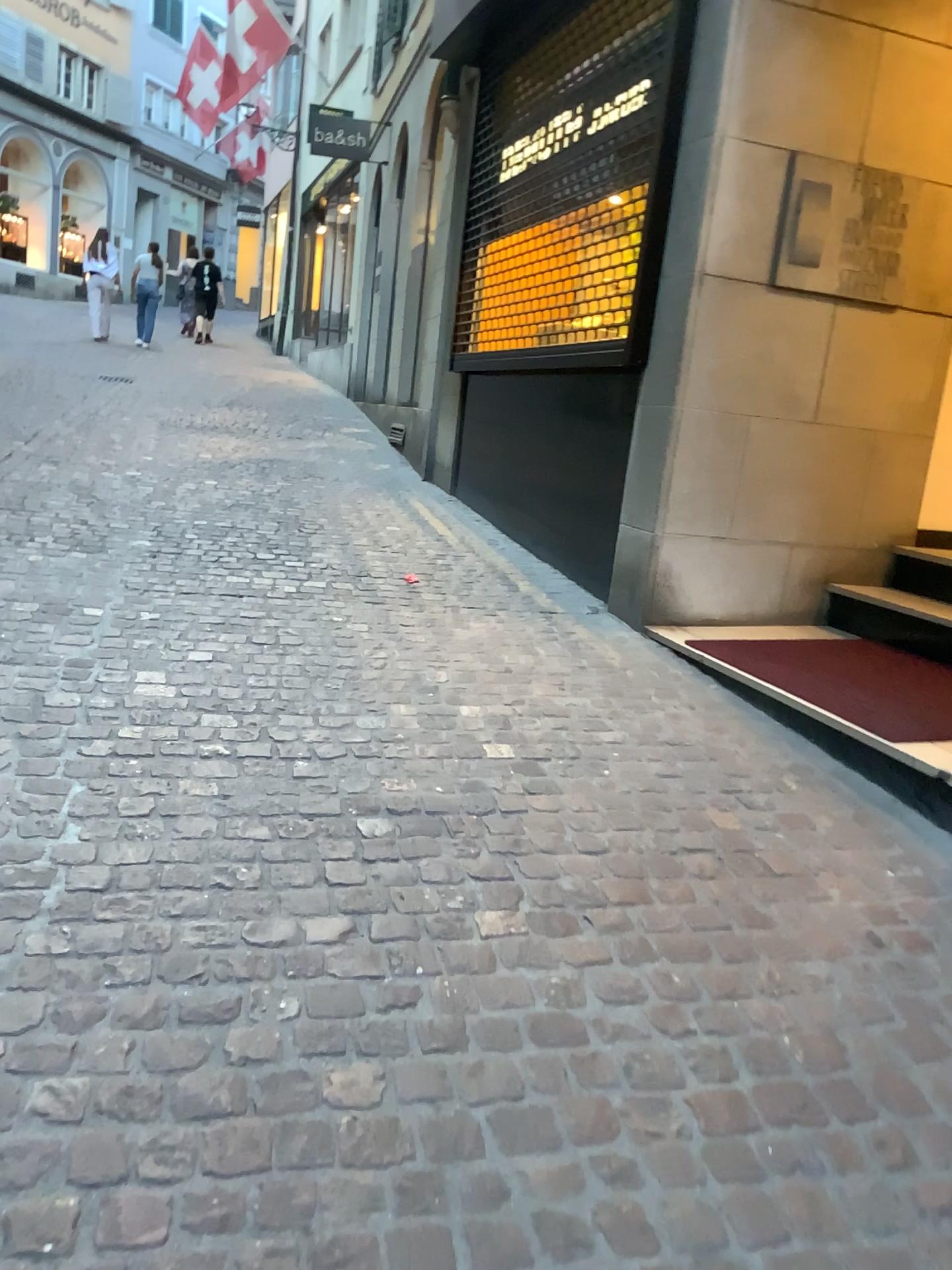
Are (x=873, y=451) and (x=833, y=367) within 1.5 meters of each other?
yes
